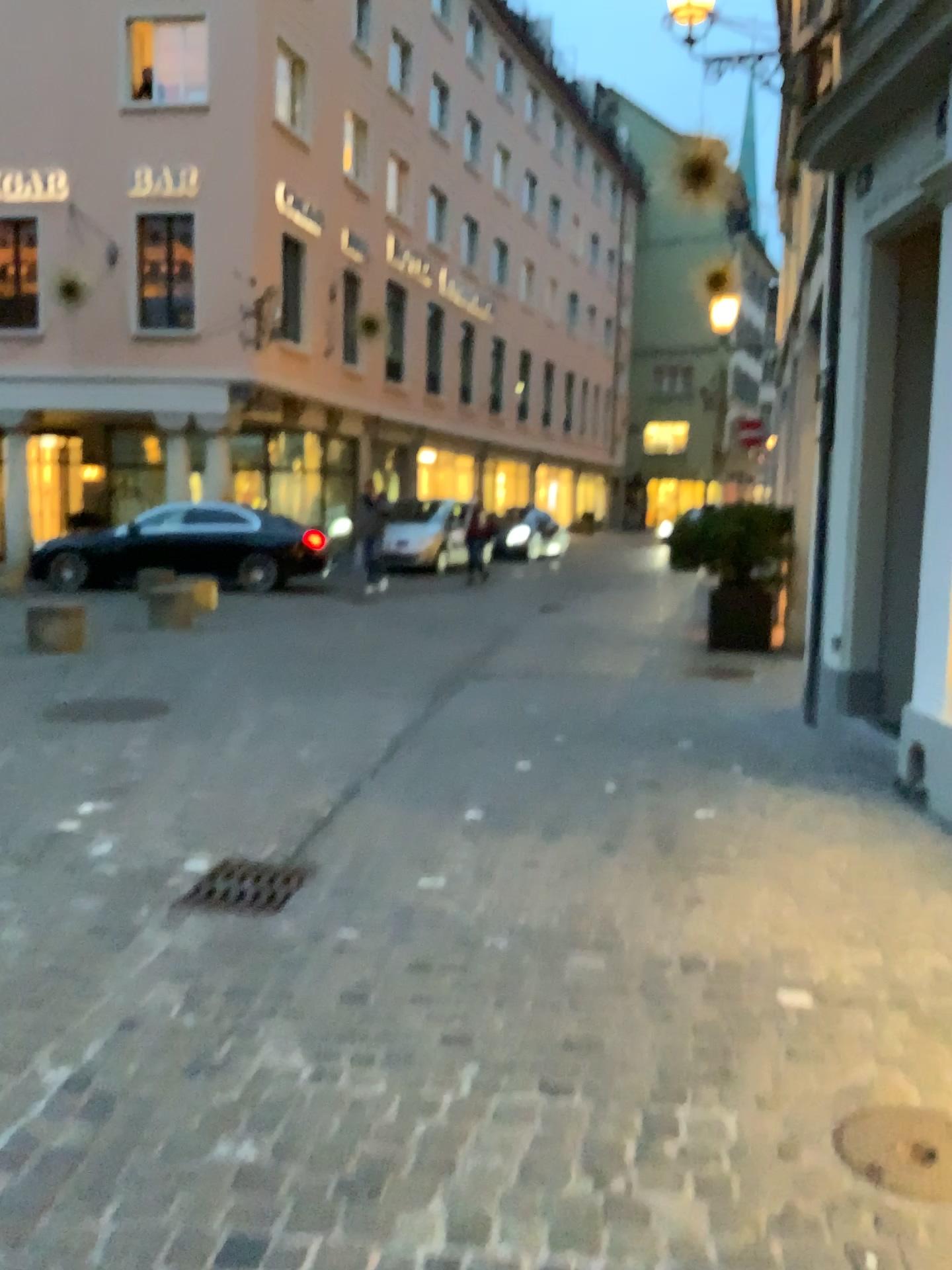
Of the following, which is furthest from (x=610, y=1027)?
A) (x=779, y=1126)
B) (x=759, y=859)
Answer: (x=759, y=859)

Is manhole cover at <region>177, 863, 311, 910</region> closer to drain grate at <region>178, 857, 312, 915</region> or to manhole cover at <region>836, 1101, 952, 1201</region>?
drain grate at <region>178, 857, 312, 915</region>

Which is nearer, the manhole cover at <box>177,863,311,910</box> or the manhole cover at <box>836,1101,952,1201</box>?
the manhole cover at <box>836,1101,952,1201</box>

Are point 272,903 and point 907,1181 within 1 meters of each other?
no

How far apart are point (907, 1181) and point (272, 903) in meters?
2.1

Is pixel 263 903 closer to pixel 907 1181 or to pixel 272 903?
pixel 272 903

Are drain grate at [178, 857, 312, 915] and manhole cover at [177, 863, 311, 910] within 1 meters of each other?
yes

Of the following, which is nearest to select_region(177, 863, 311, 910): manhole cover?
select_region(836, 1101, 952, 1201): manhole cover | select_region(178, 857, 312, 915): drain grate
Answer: select_region(178, 857, 312, 915): drain grate

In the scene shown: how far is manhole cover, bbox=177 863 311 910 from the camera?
3.6m

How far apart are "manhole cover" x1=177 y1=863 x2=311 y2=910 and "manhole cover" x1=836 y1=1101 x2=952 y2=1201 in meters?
2.0
